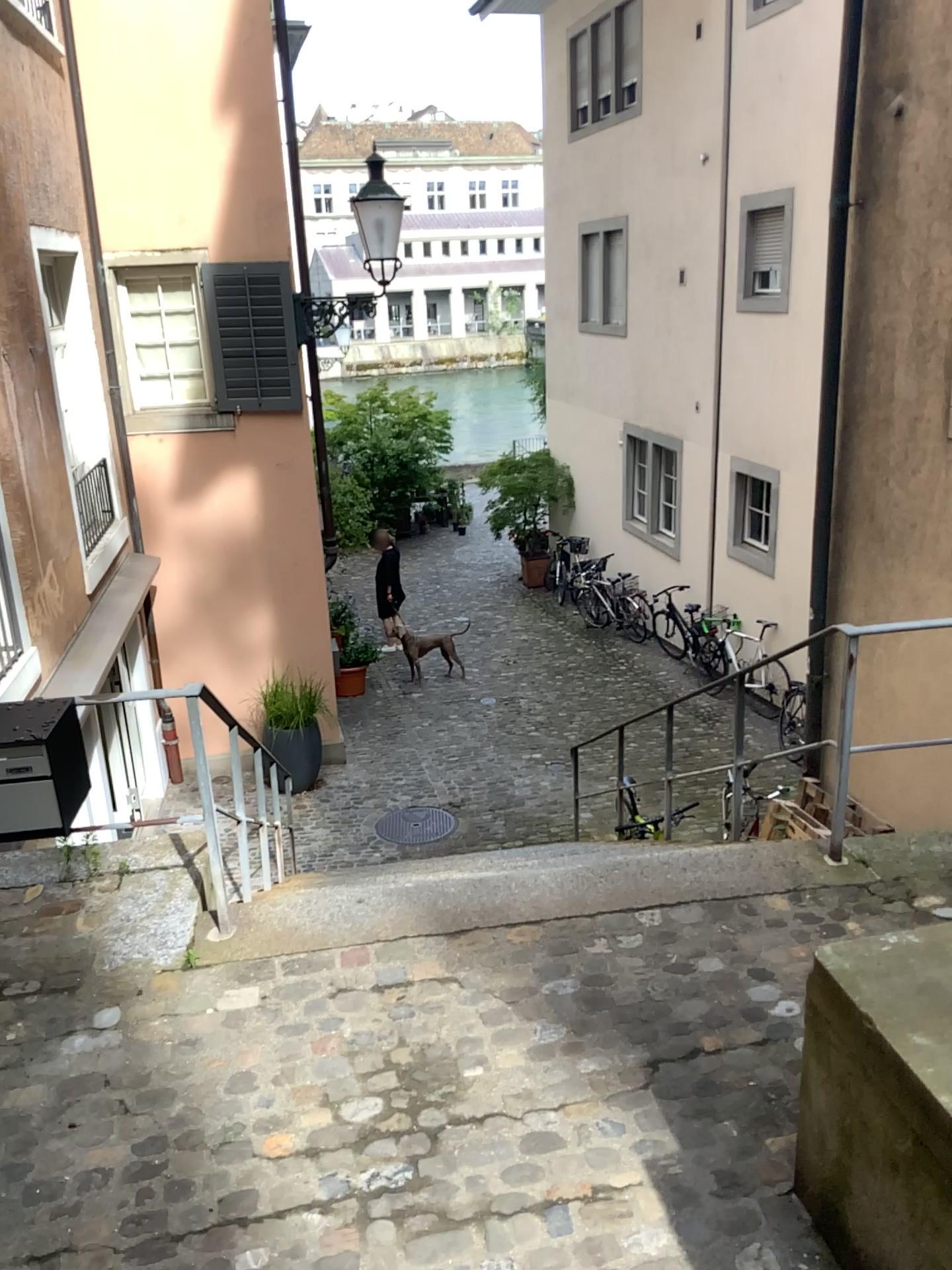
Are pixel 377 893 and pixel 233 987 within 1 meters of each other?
yes
